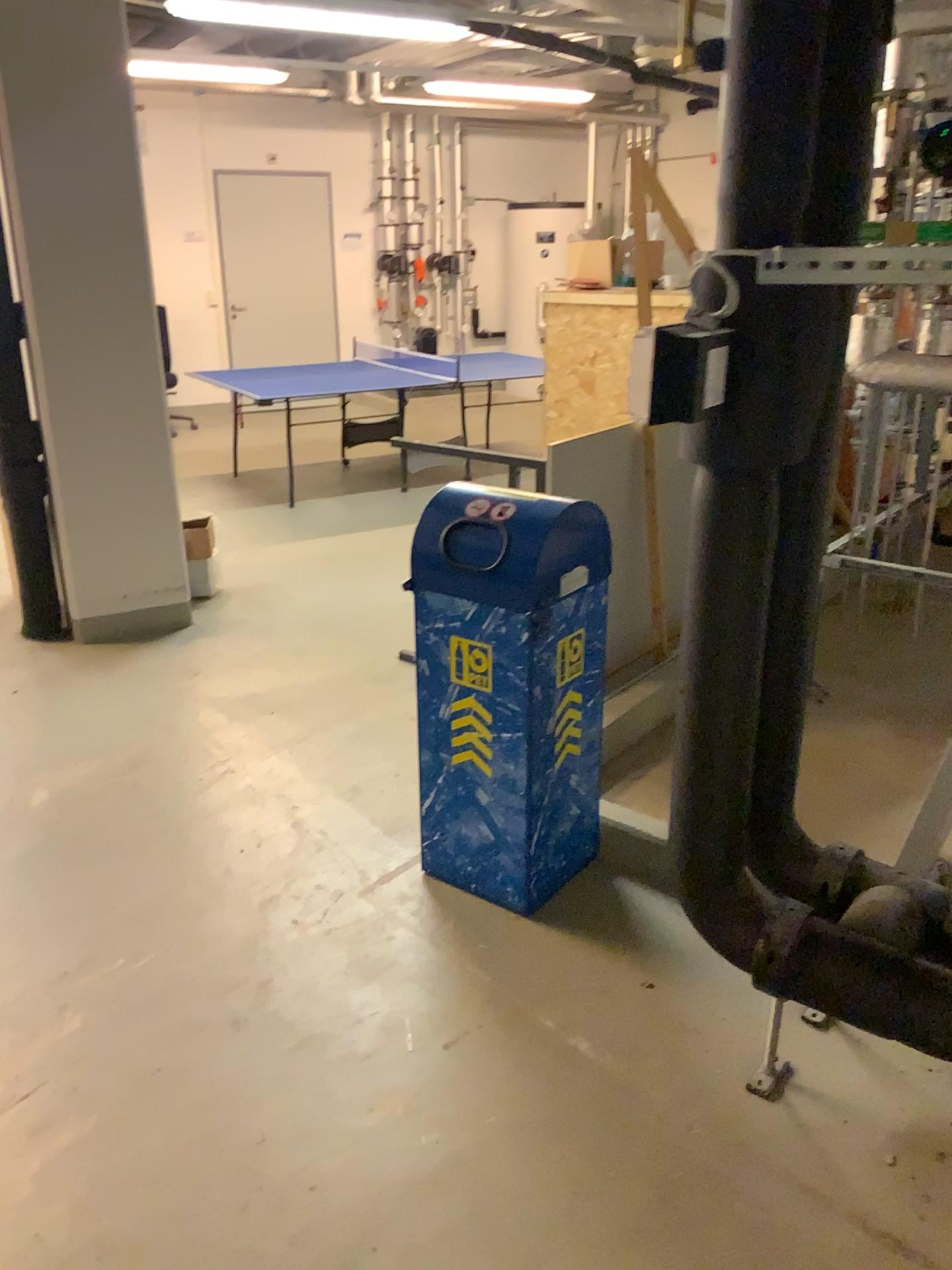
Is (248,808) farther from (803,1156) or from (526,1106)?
(803,1156)

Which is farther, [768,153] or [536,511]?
[536,511]

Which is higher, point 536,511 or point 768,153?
point 768,153

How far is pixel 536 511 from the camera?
2.5m

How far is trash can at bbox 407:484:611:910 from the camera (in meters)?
2.51

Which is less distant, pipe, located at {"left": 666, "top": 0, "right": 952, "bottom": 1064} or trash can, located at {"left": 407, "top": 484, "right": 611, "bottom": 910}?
pipe, located at {"left": 666, "top": 0, "right": 952, "bottom": 1064}
